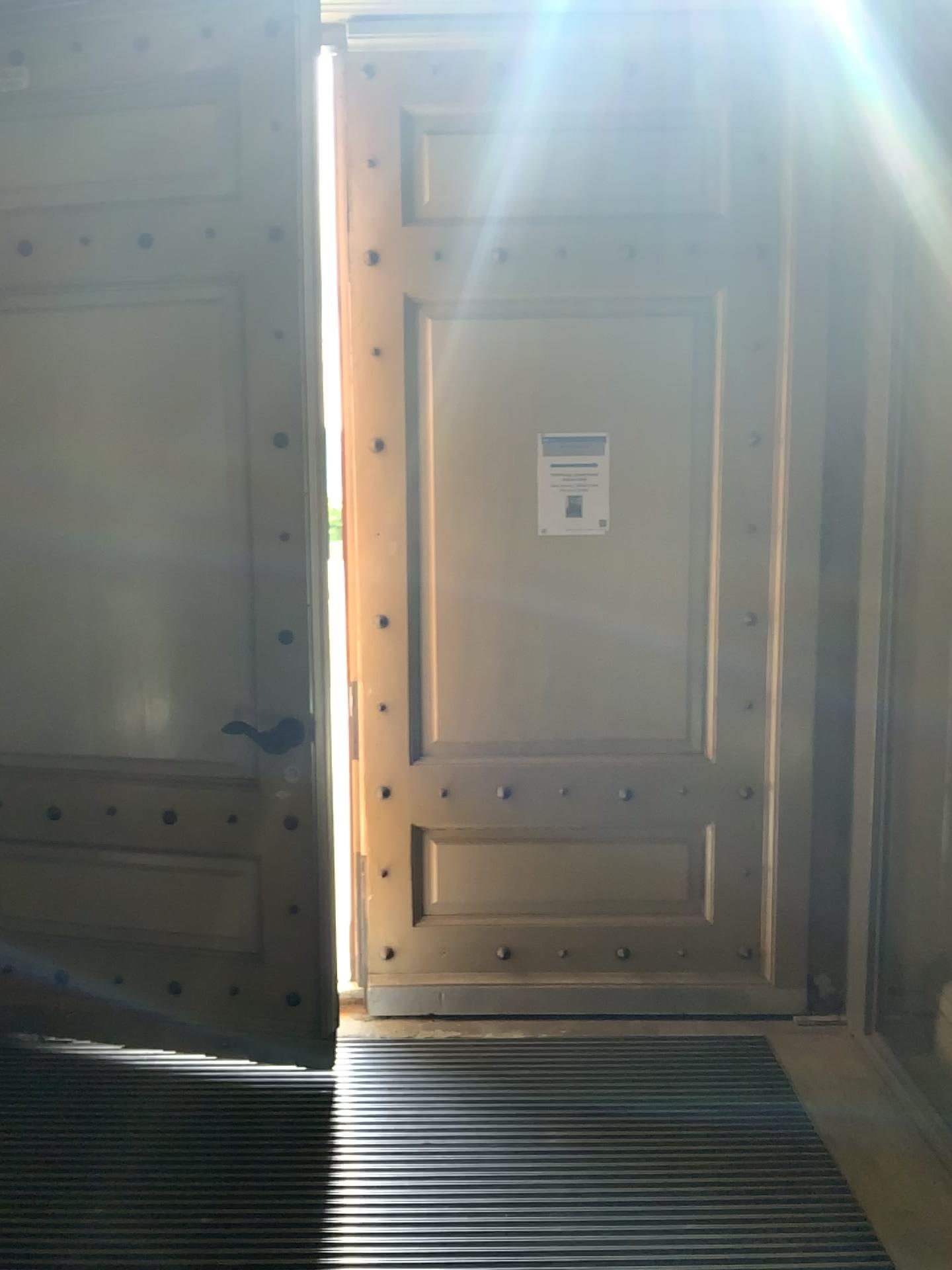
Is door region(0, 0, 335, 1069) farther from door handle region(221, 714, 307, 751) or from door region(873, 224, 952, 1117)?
door region(873, 224, 952, 1117)

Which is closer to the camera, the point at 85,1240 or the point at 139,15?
the point at 85,1240

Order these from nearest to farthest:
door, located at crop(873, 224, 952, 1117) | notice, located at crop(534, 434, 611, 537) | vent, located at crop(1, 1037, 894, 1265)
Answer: vent, located at crop(1, 1037, 894, 1265) → door, located at crop(873, 224, 952, 1117) → notice, located at crop(534, 434, 611, 537)

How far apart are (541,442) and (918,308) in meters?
1.1

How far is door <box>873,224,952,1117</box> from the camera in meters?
2.8

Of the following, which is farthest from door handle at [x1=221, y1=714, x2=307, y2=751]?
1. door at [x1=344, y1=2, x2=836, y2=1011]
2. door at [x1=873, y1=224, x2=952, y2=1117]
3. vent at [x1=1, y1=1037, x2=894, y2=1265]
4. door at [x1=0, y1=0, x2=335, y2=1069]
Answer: door at [x1=873, y1=224, x2=952, y2=1117]

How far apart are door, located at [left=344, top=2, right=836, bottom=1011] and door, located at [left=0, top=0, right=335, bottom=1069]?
0.3 meters

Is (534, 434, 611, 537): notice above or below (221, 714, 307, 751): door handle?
above

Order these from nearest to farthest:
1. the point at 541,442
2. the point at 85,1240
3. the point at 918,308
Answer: the point at 85,1240
the point at 918,308
the point at 541,442

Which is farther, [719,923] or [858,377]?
[719,923]
